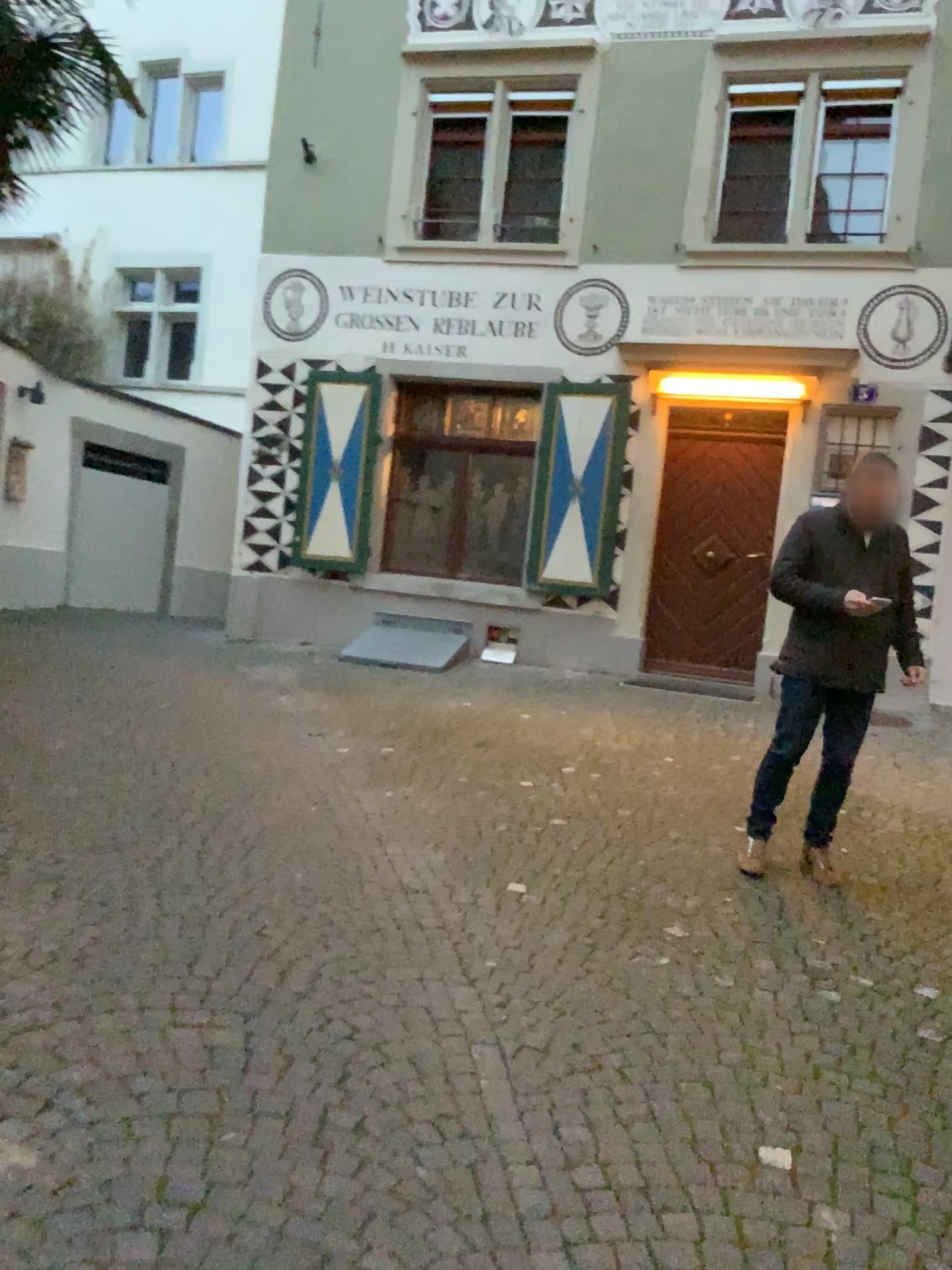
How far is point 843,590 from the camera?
4.20m

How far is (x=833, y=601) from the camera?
4.20m

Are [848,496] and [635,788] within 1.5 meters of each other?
no

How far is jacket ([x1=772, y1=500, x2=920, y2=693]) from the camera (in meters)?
4.20

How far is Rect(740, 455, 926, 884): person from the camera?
4.20m
